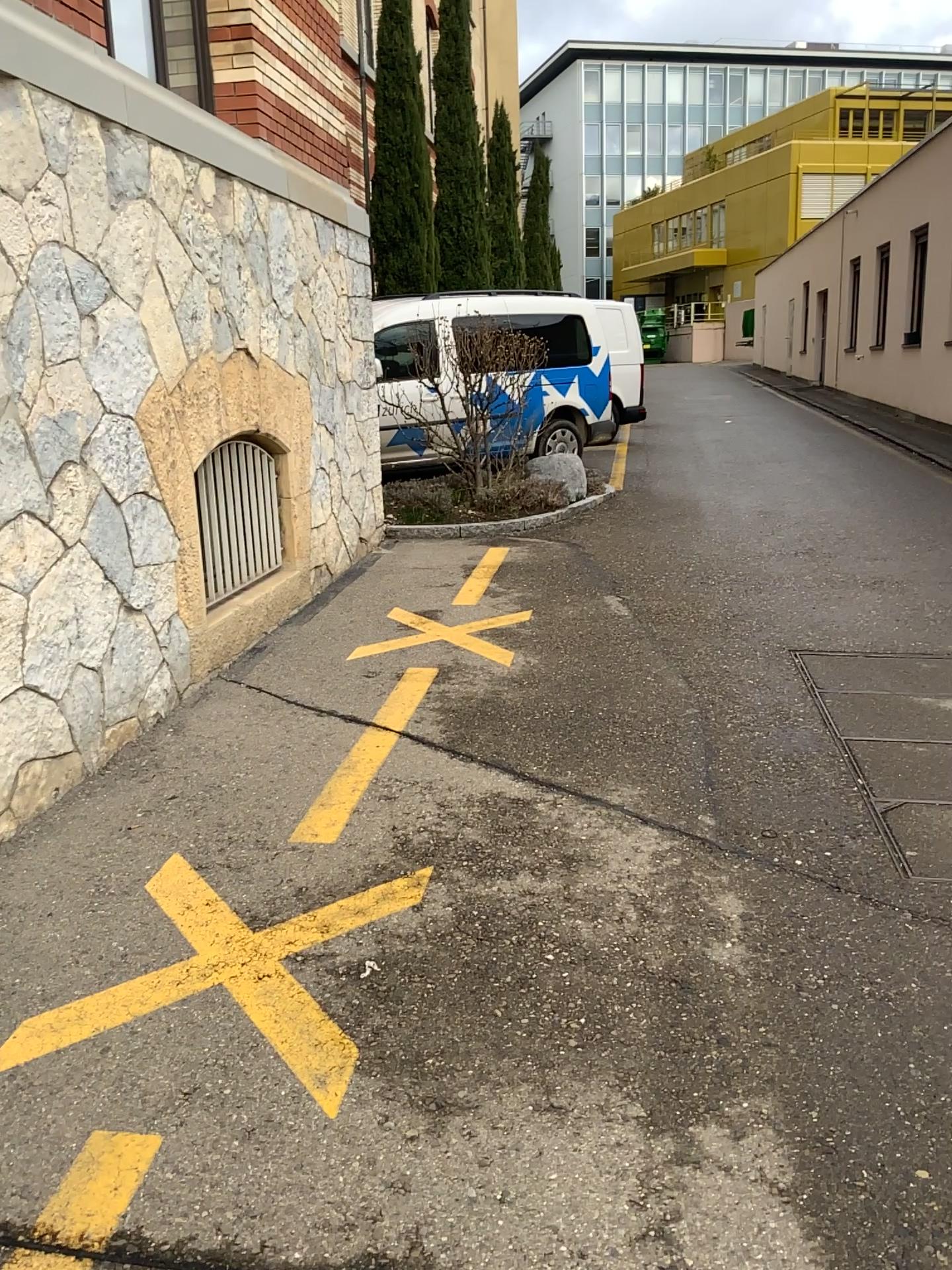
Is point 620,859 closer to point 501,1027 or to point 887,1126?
point 501,1027
